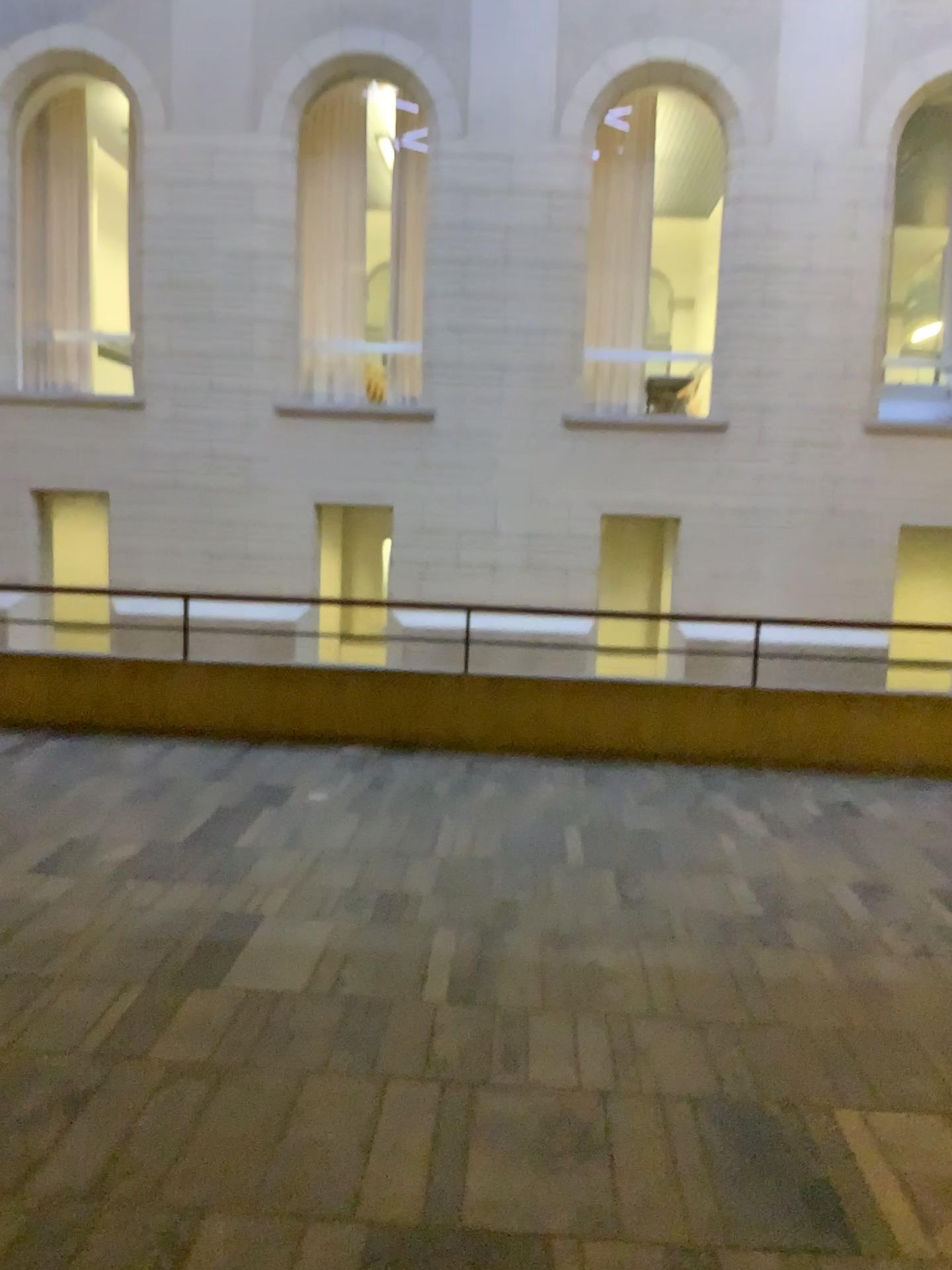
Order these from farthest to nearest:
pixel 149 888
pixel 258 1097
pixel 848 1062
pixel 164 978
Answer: pixel 149 888 → pixel 164 978 → pixel 848 1062 → pixel 258 1097
